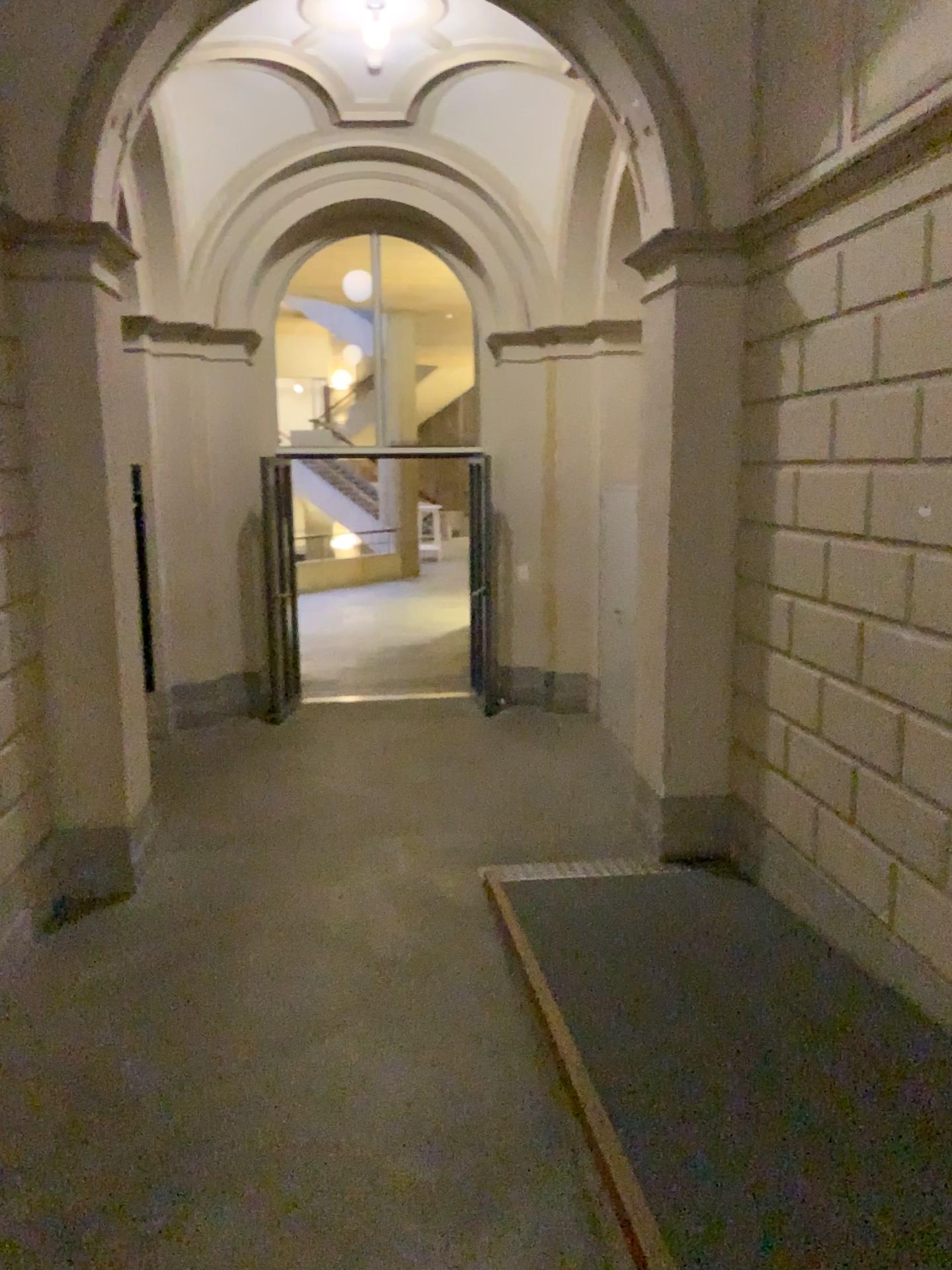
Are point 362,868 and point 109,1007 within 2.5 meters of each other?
yes
